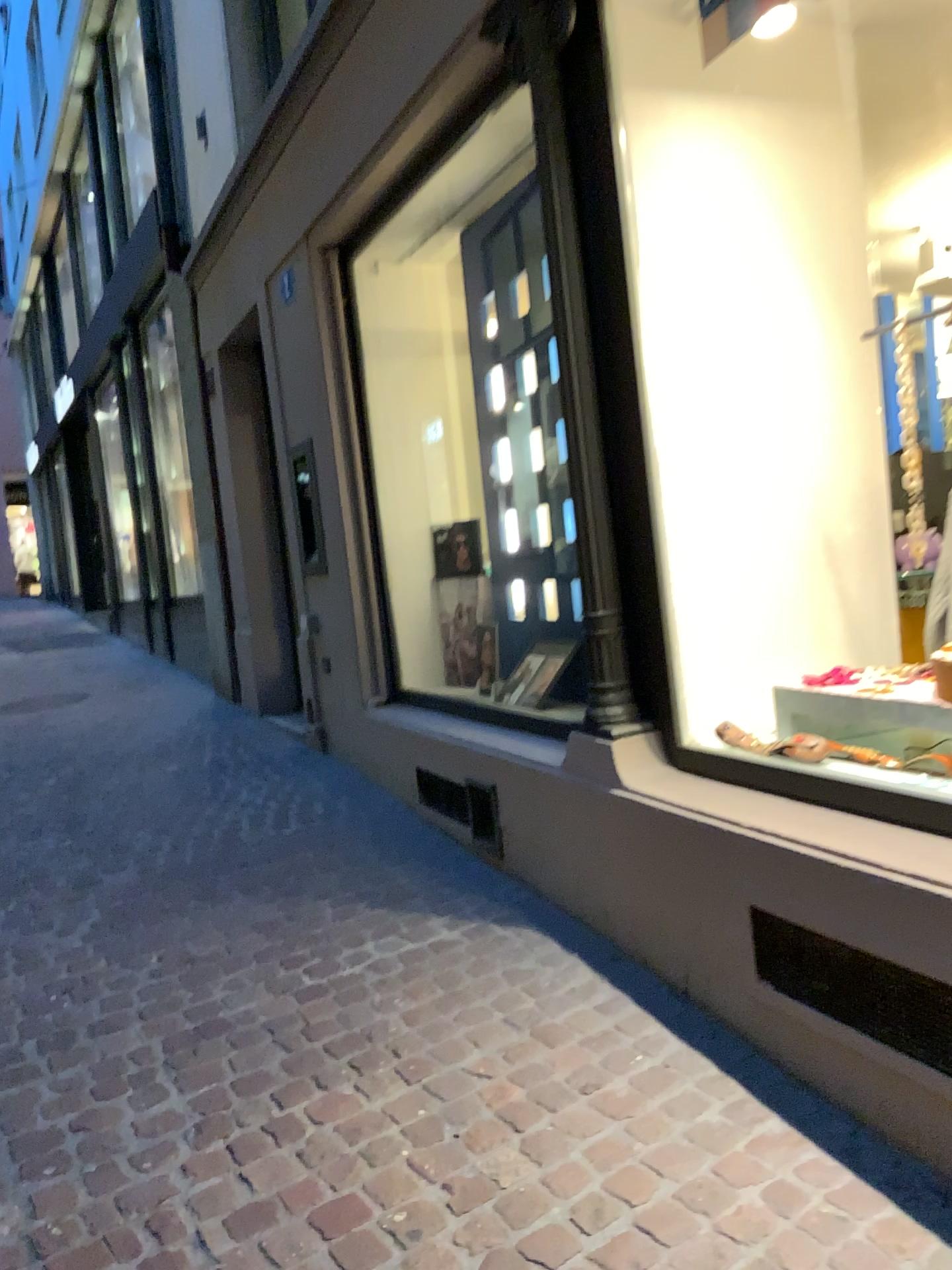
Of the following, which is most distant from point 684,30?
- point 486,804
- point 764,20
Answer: point 486,804

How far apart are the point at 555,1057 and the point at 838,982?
0.7m

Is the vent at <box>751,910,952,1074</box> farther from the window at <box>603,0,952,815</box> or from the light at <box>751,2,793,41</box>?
the light at <box>751,2,793,41</box>

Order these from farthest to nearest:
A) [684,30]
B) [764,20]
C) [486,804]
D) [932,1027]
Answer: [486,804] < [684,30] < [764,20] < [932,1027]

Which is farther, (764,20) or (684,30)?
(684,30)

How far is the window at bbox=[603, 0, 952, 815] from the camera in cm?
277

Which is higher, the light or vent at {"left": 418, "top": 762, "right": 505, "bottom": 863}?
the light

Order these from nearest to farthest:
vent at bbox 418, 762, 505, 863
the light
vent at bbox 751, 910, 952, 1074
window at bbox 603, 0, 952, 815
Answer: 1. vent at bbox 751, 910, 952, 1074
2. the light
3. window at bbox 603, 0, 952, 815
4. vent at bbox 418, 762, 505, 863

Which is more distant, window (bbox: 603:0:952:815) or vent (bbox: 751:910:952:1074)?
window (bbox: 603:0:952:815)

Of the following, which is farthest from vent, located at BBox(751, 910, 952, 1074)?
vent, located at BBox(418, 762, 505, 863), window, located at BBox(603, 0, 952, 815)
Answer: vent, located at BBox(418, 762, 505, 863)
